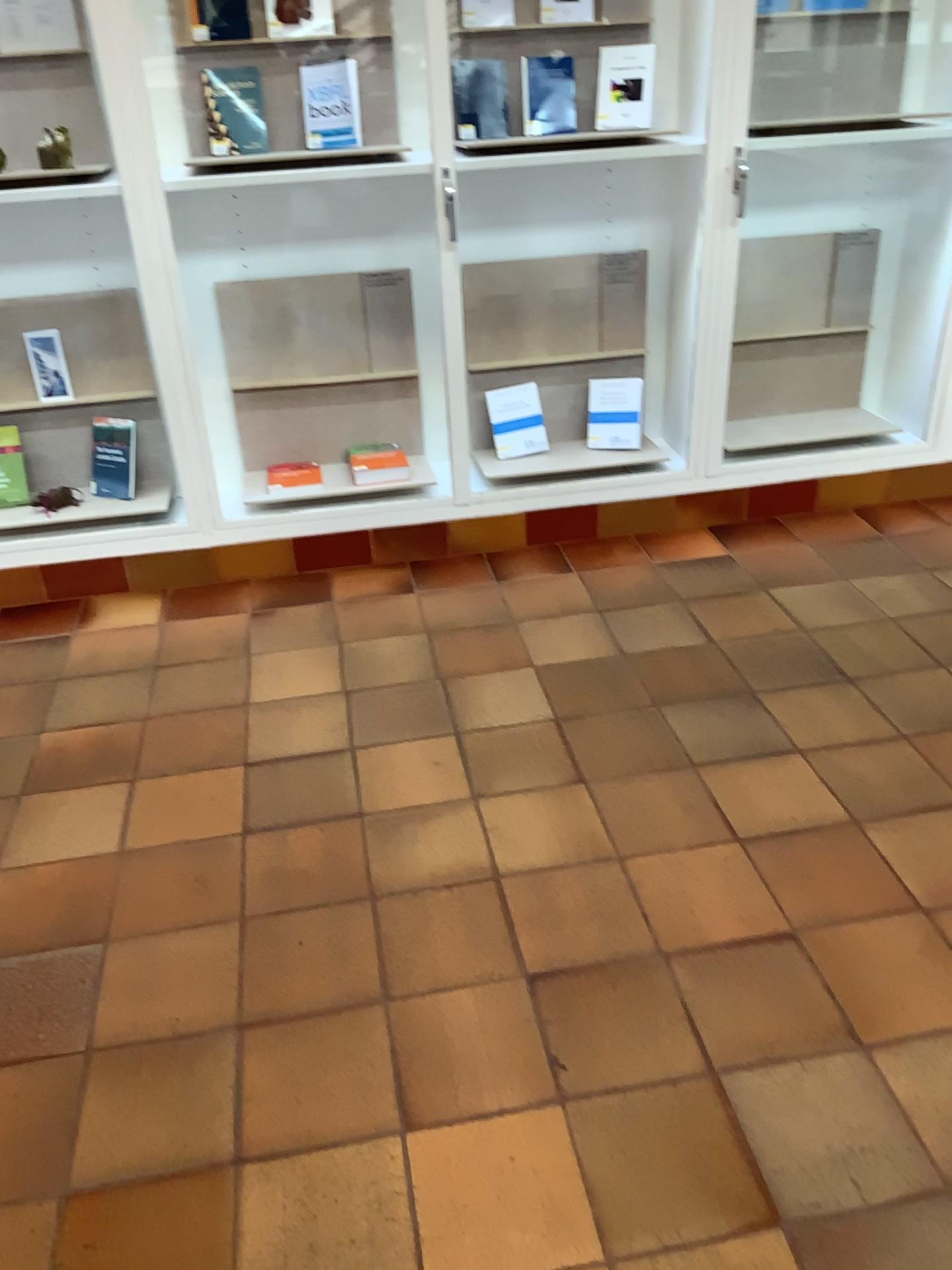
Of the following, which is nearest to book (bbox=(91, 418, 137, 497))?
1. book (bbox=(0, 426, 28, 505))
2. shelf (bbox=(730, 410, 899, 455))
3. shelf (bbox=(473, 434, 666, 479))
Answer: book (bbox=(0, 426, 28, 505))

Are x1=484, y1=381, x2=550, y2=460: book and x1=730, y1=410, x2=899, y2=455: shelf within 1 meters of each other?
yes

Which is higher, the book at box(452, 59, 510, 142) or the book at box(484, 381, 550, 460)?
the book at box(452, 59, 510, 142)

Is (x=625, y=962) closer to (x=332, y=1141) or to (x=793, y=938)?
(x=793, y=938)

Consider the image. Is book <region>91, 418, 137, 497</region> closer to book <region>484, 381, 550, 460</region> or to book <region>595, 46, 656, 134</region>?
book <region>484, 381, 550, 460</region>

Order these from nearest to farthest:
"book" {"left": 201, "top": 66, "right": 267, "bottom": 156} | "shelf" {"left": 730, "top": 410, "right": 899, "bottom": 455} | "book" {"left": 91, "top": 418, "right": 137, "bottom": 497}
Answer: "book" {"left": 201, "top": 66, "right": 267, "bottom": 156} < "book" {"left": 91, "top": 418, "right": 137, "bottom": 497} < "shelf" {"left": 730, "top": 410, "right": 899, "bottom": 455}

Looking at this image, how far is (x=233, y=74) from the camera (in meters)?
2.95

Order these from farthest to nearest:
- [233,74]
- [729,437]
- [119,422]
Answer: [729,437] → [119,422] → [233,74]

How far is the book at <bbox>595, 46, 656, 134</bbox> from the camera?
Result: 3.0m

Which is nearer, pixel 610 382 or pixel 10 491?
pixel 10 491
